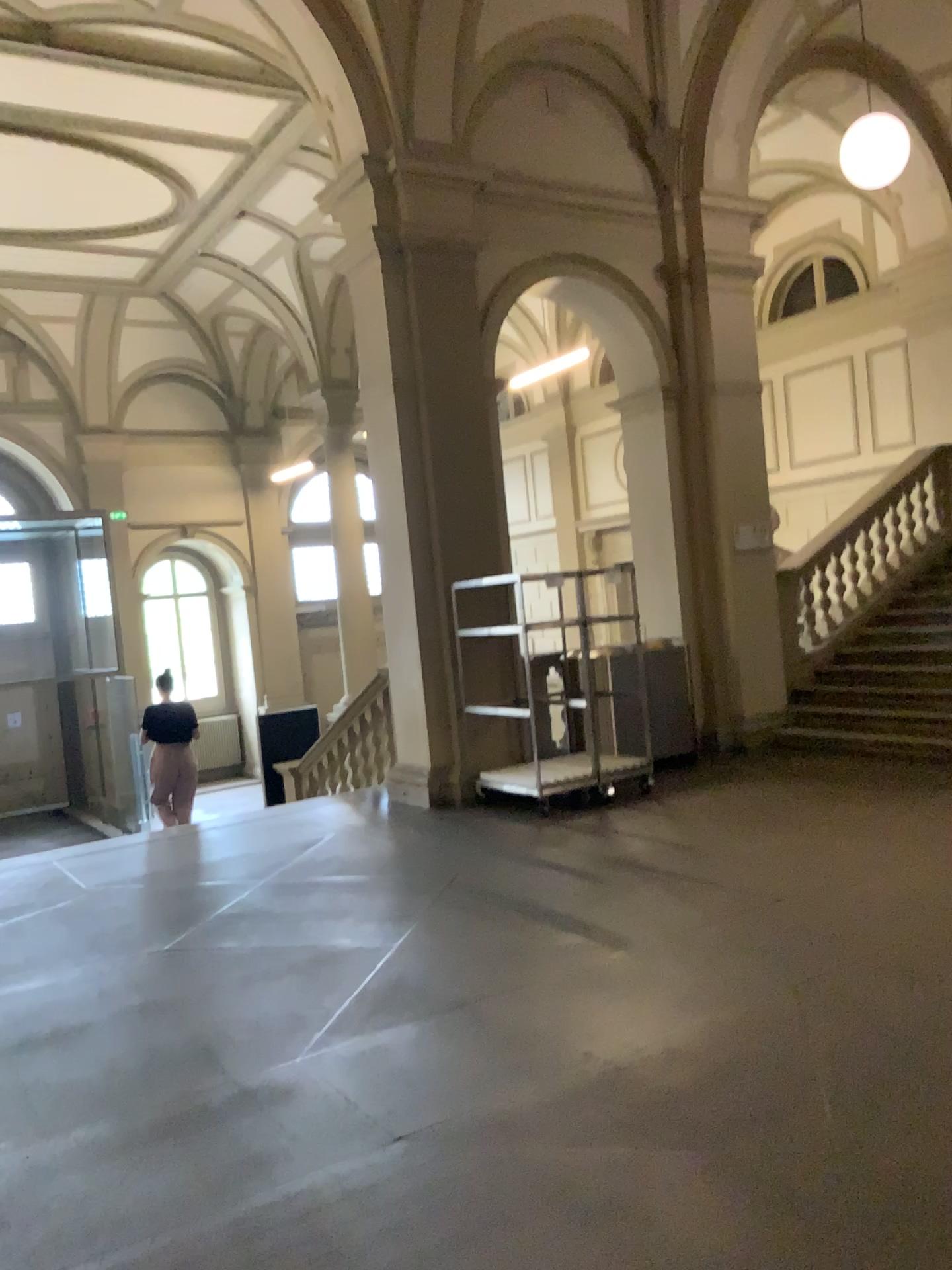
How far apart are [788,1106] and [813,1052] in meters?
0.4
